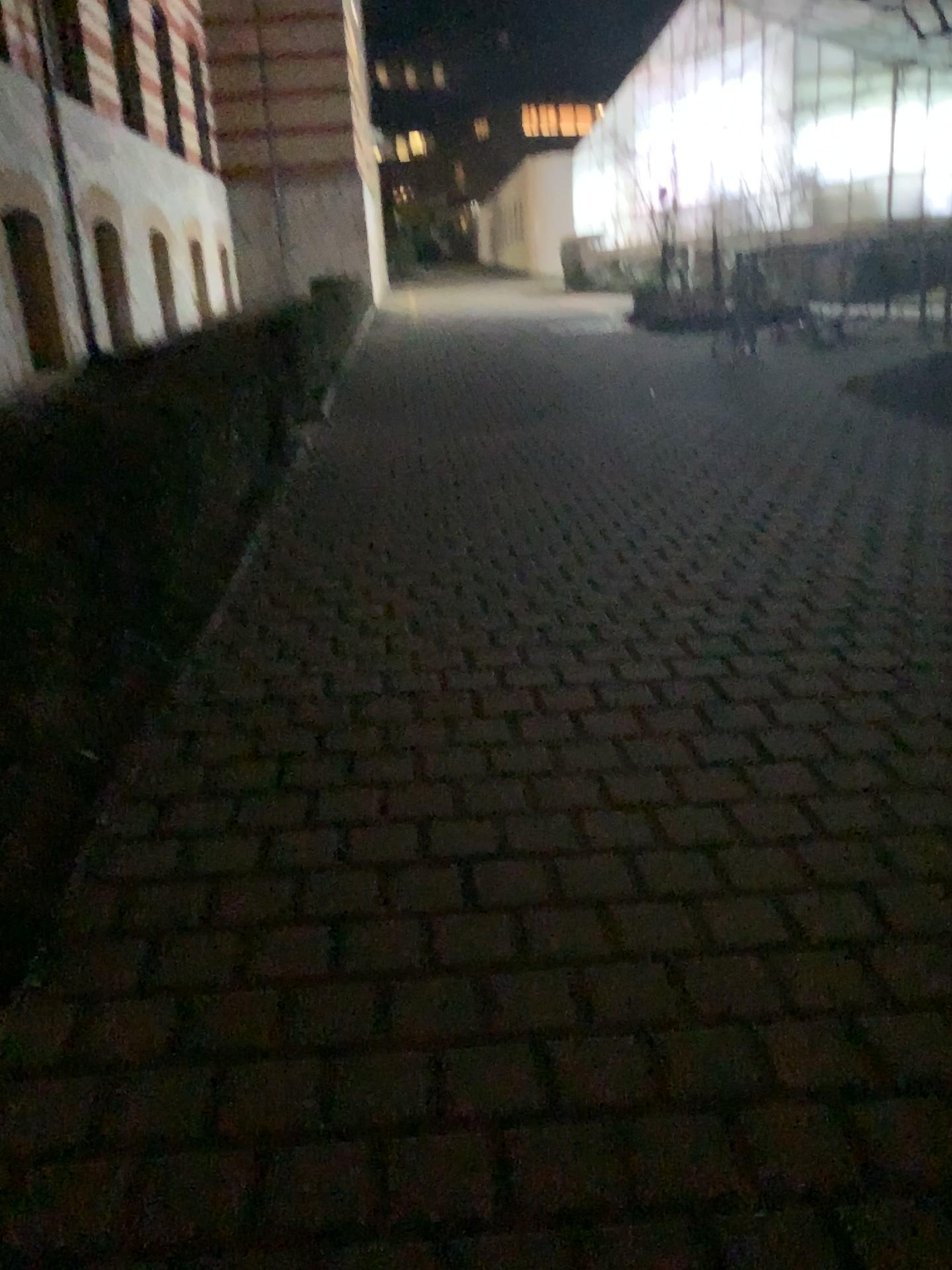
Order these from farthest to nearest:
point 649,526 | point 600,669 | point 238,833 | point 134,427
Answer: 1. point 649,526
2. point 134,427
3. point 600,669
4. point 238,833
